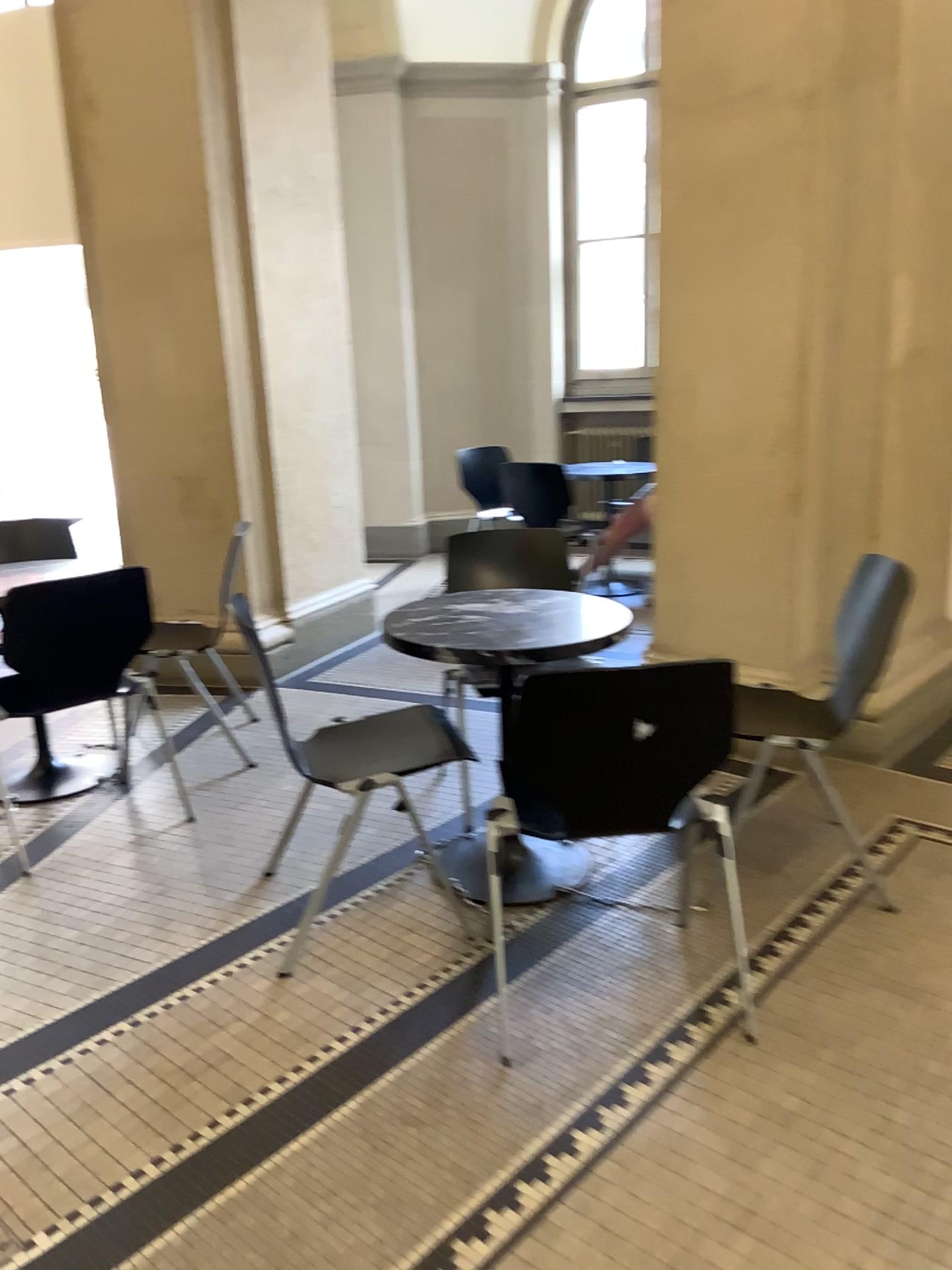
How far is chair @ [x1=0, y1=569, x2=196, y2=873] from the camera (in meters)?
2.90

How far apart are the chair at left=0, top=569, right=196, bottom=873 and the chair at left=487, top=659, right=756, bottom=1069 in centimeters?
147cm

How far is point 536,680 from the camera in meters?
1.9

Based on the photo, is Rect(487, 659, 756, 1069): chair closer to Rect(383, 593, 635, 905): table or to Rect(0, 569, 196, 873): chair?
Rect(383, 593, 635, 905): table

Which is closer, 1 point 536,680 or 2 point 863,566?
1 point 536,680

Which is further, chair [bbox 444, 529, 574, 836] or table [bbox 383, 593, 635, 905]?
chair [bbox 444, 529, 574, 836]

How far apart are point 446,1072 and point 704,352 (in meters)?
2.41

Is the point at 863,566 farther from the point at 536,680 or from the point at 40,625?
the point at 40,625

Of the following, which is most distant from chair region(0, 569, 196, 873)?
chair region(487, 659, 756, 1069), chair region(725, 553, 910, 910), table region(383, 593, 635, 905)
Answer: chair region(725, 553, 910, 910)

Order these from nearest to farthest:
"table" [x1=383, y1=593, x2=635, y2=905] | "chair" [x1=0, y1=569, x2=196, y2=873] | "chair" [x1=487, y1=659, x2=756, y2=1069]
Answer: "chair" [x1=487, y1=659, x2=756, y2=1069] → "table" [x1=383, y1=593, x2=635, y2=905] → "chair" [x1=0, y1=569, x2=196, y2=873]
